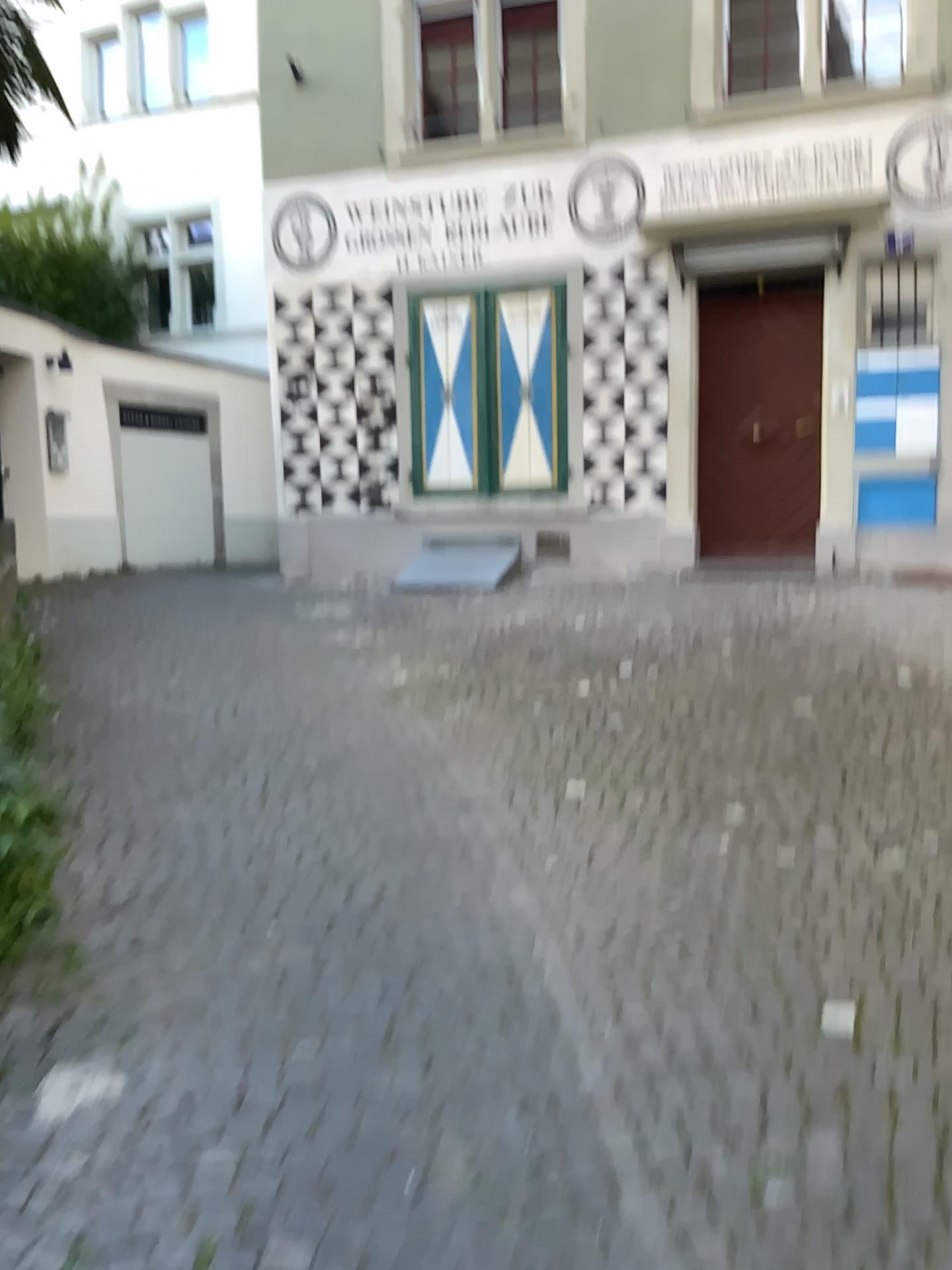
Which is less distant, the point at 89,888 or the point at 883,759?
the point at 89,888
